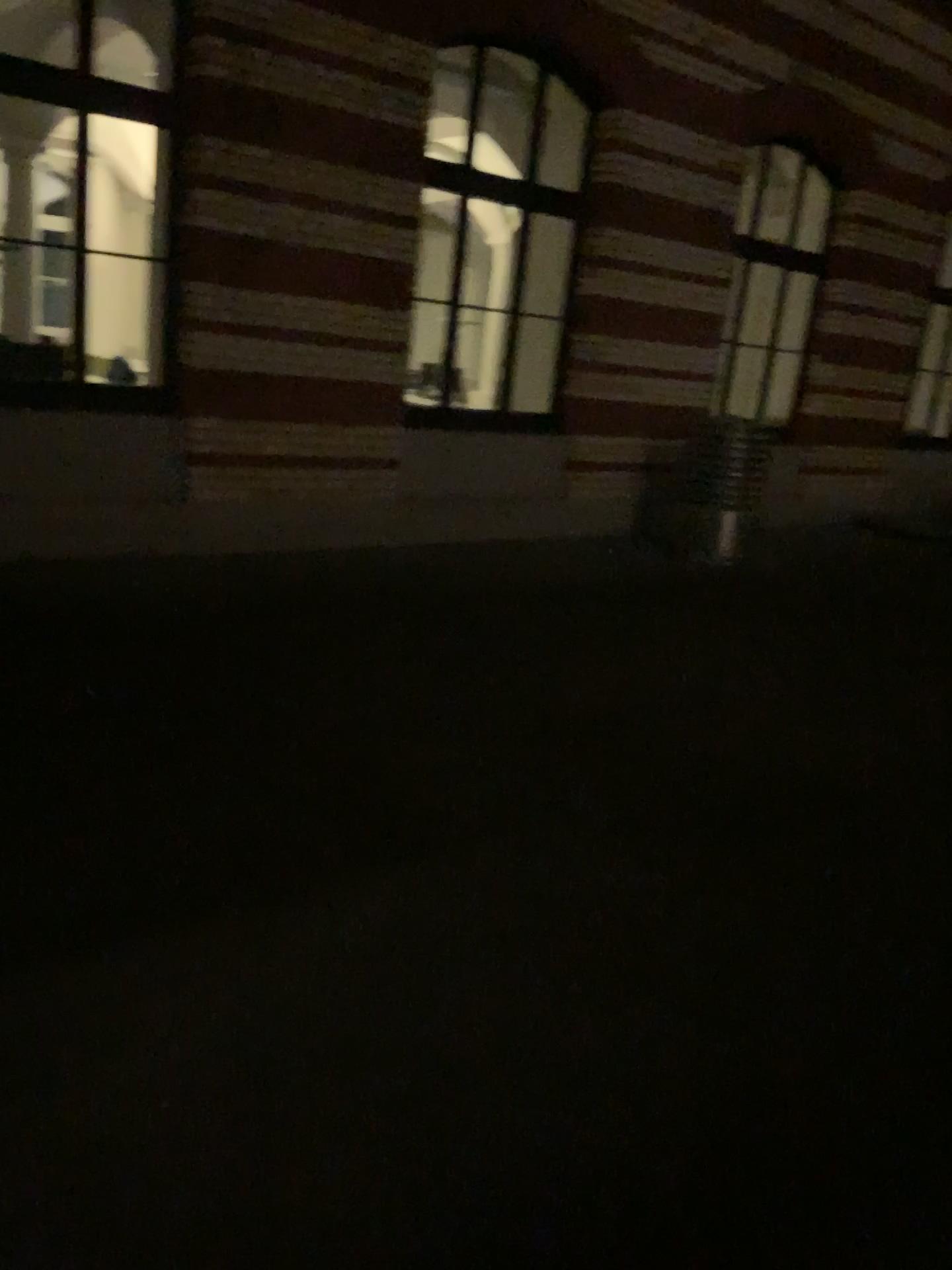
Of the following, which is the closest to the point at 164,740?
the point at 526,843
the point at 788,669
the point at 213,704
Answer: the point at 213,704
